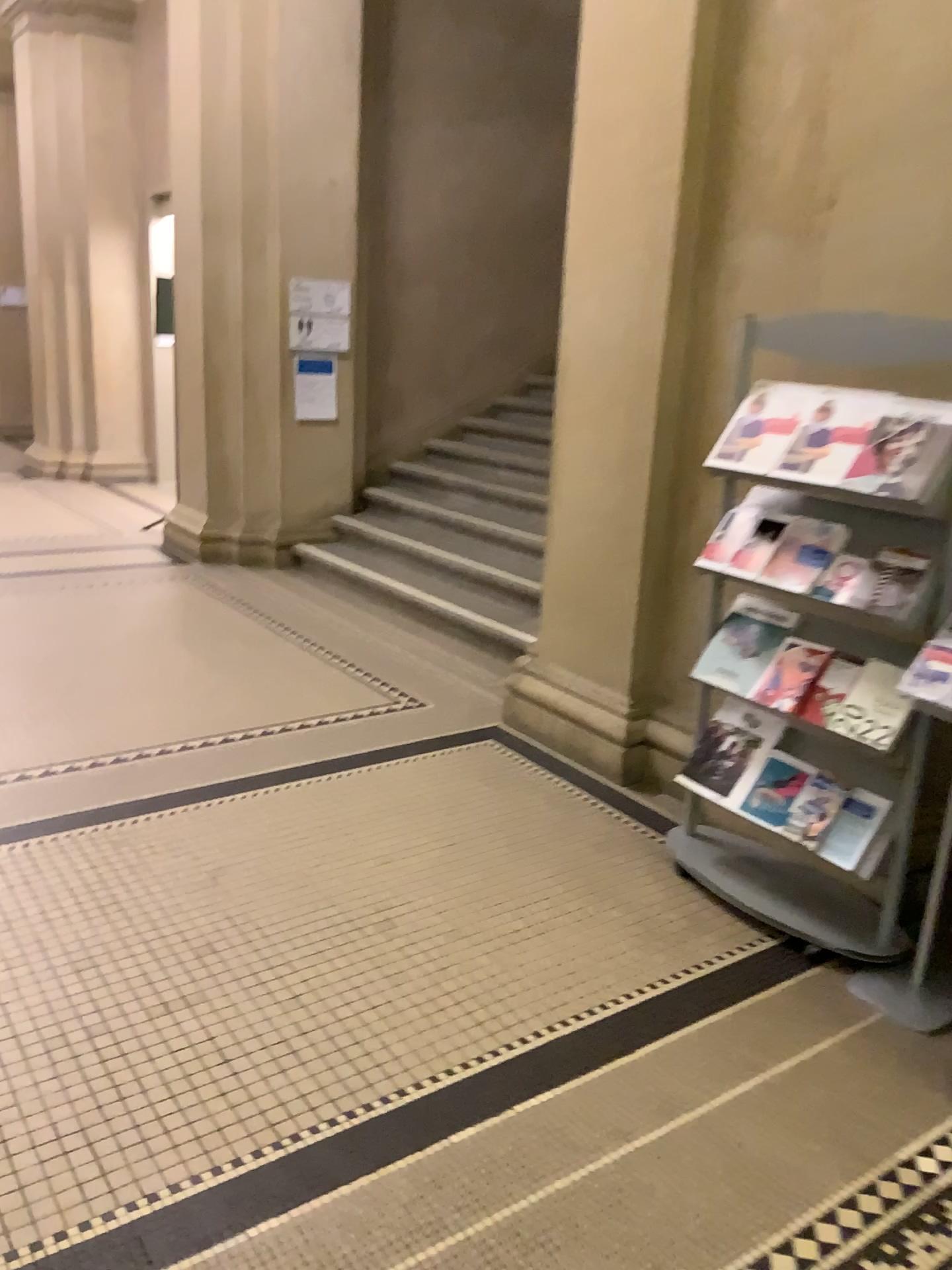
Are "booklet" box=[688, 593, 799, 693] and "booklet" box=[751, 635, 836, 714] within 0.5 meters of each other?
yes

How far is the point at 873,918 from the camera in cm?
274

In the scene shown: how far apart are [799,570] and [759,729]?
0.5 meters

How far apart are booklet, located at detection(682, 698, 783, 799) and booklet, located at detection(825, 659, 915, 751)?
0.3 meters

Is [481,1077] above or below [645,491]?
below

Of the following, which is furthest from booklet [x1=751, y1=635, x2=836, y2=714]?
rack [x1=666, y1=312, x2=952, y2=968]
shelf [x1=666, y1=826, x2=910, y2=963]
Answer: shelf [x1=666, y1=826, x2=910, y2=963]

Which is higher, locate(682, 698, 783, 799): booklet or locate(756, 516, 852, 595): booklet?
locate(756, 516, 852, 595): booklet

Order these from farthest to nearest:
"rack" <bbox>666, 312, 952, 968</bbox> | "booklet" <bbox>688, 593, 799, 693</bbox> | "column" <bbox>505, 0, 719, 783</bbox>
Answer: "column" <bbox>505, 0, 719, 783</bbox> → "booklet" <bbox>688, 593, 799, 693</bbox> → "rack" <bbox>666, 312, 952, 968</bbox>

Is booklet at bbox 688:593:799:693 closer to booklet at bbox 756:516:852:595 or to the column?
booklet at bbox 756:516:852:595

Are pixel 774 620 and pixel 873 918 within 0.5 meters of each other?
no
